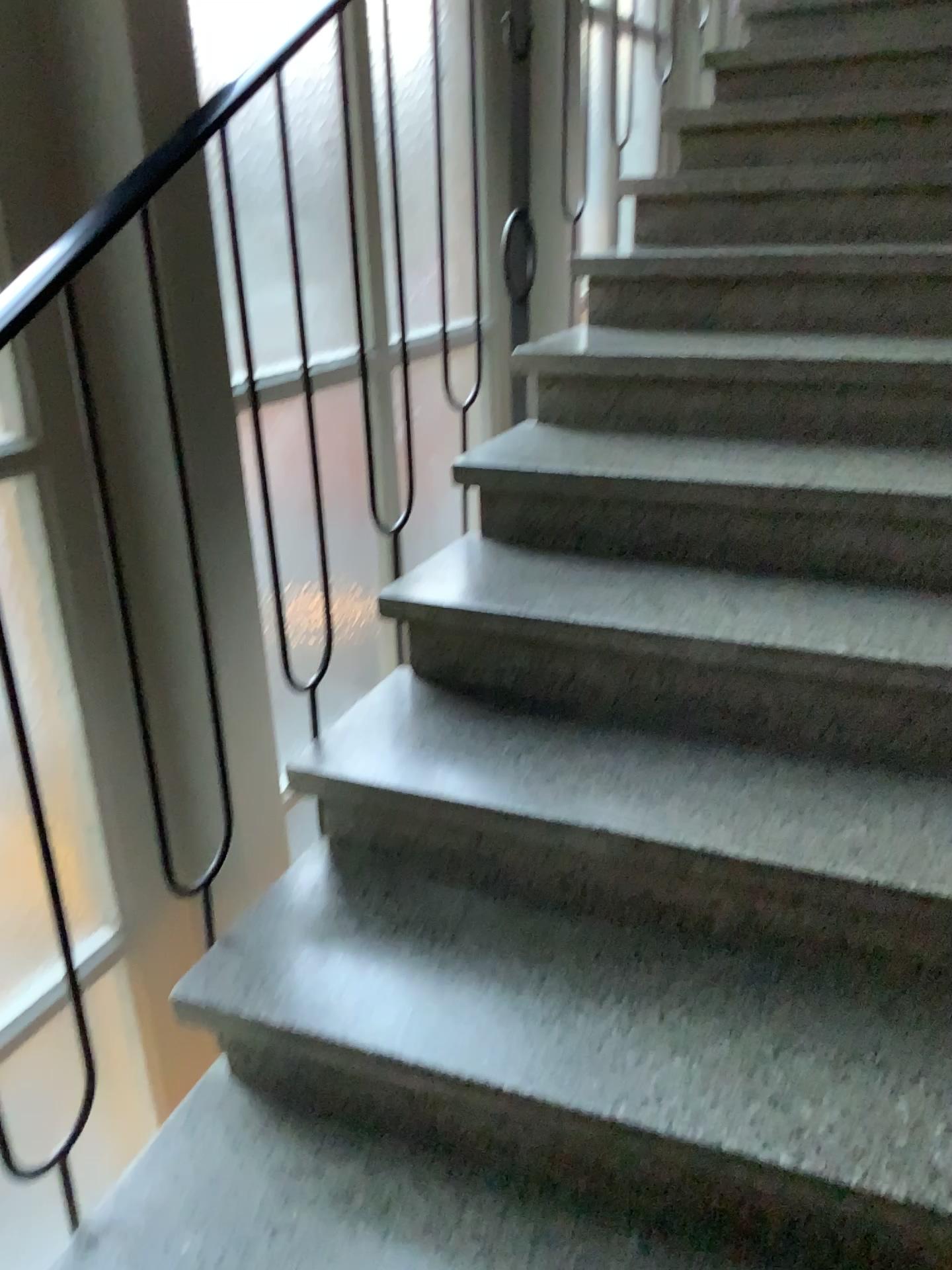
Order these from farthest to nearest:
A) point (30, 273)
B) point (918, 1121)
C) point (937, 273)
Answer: point (937, 273)
point (30, 273)
point (918, 1121)

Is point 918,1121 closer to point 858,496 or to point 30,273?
point 858,496

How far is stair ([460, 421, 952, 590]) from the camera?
1.70m

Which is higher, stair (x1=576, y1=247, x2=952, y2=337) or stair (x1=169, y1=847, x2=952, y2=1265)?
stair (x1=576, y1=247, x2=952, y2=337)

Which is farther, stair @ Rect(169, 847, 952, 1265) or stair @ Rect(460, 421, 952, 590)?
stair @ Rect(460, 421, 952, 590)

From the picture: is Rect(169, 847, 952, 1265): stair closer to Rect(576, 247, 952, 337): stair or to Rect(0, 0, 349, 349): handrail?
Rect(0, 0, 349, 349): handrail

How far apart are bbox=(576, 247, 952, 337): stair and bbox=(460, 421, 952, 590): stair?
0.4m

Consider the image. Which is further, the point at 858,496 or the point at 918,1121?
the point at 858,496

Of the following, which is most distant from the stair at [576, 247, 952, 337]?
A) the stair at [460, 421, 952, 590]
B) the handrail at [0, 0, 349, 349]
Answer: the handrail at [0, 0, 349, 349]

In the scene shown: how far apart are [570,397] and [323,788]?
1.1 meters
